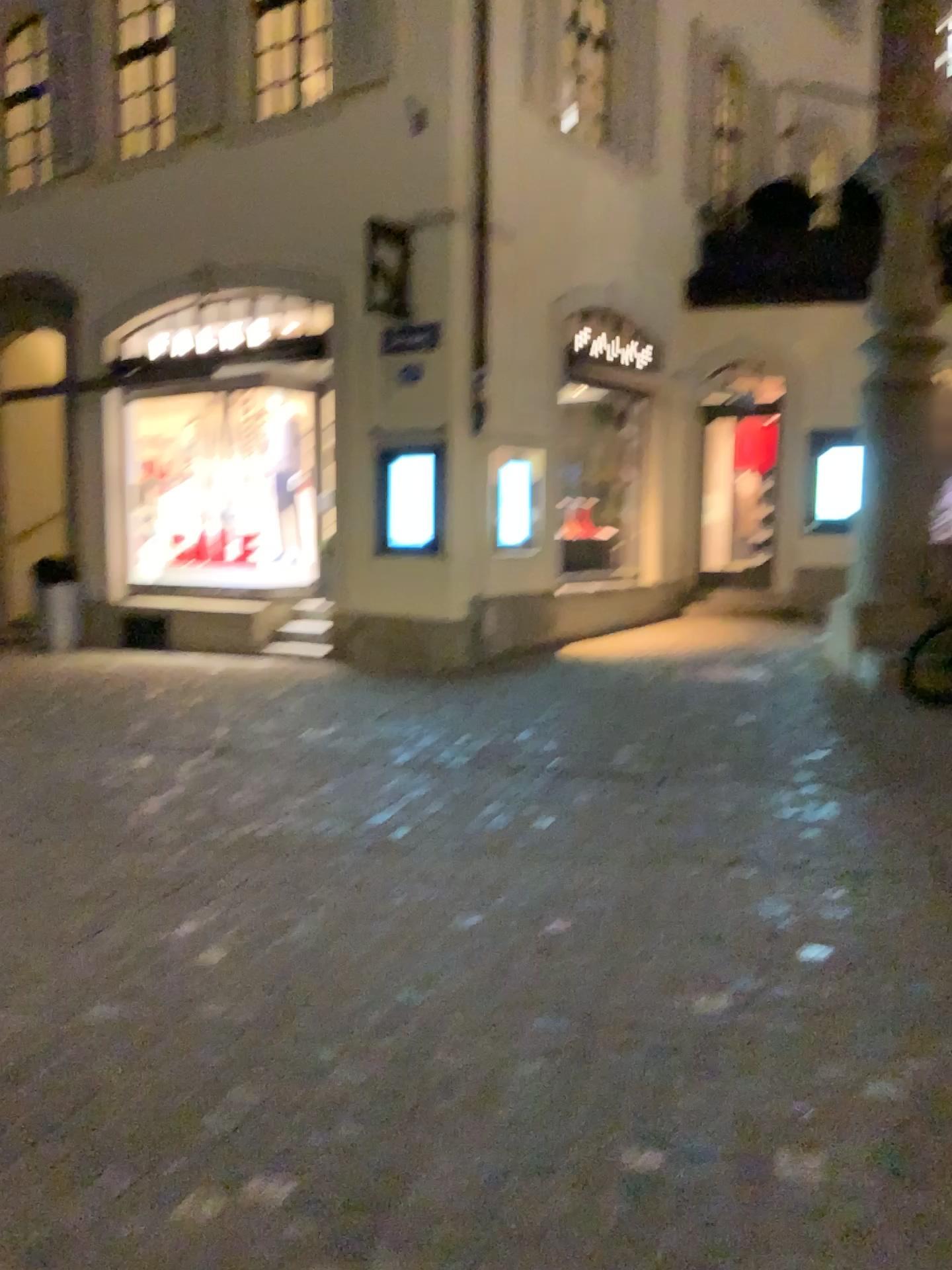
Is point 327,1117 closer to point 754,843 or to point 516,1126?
point 516,1126
